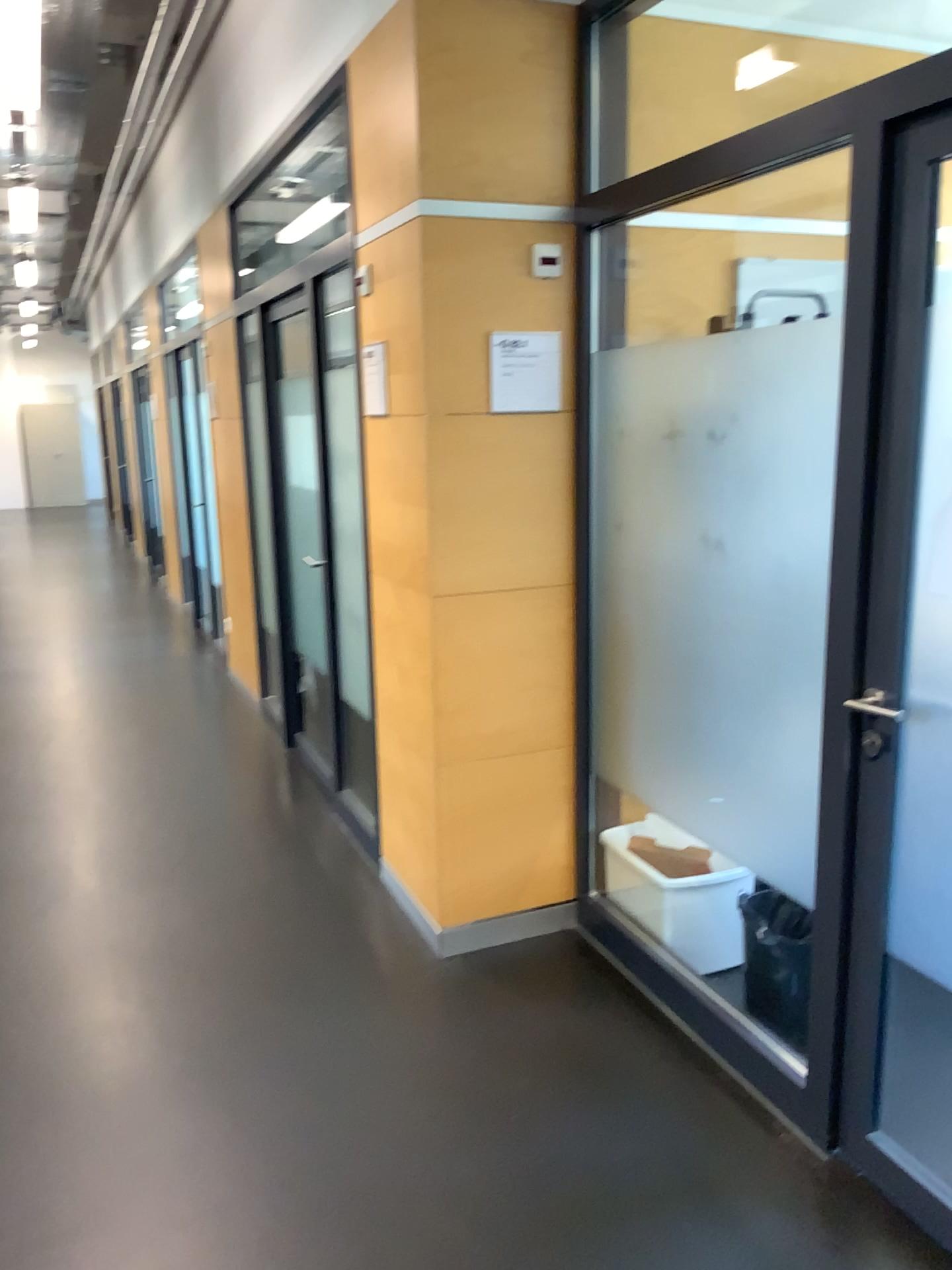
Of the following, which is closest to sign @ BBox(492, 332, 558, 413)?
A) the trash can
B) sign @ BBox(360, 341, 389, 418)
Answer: sign @ BBox(360, 341, 389, 418)

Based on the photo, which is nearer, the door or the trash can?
the door

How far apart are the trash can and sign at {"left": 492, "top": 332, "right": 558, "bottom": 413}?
1.42m

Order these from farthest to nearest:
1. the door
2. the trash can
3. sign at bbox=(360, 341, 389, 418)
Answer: sign at bbox=(360, 341, 389, 418), the trash can, the door

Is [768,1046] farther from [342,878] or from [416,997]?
[342,878]

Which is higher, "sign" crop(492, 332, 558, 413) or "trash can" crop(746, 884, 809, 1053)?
"sign" crop(492, 332, 558, 413)

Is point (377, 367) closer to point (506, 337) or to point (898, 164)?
point (506, 337)

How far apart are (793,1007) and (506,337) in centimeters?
184cm

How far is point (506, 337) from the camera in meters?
2.9 m

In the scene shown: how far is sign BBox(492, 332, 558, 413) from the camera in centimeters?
289cm
